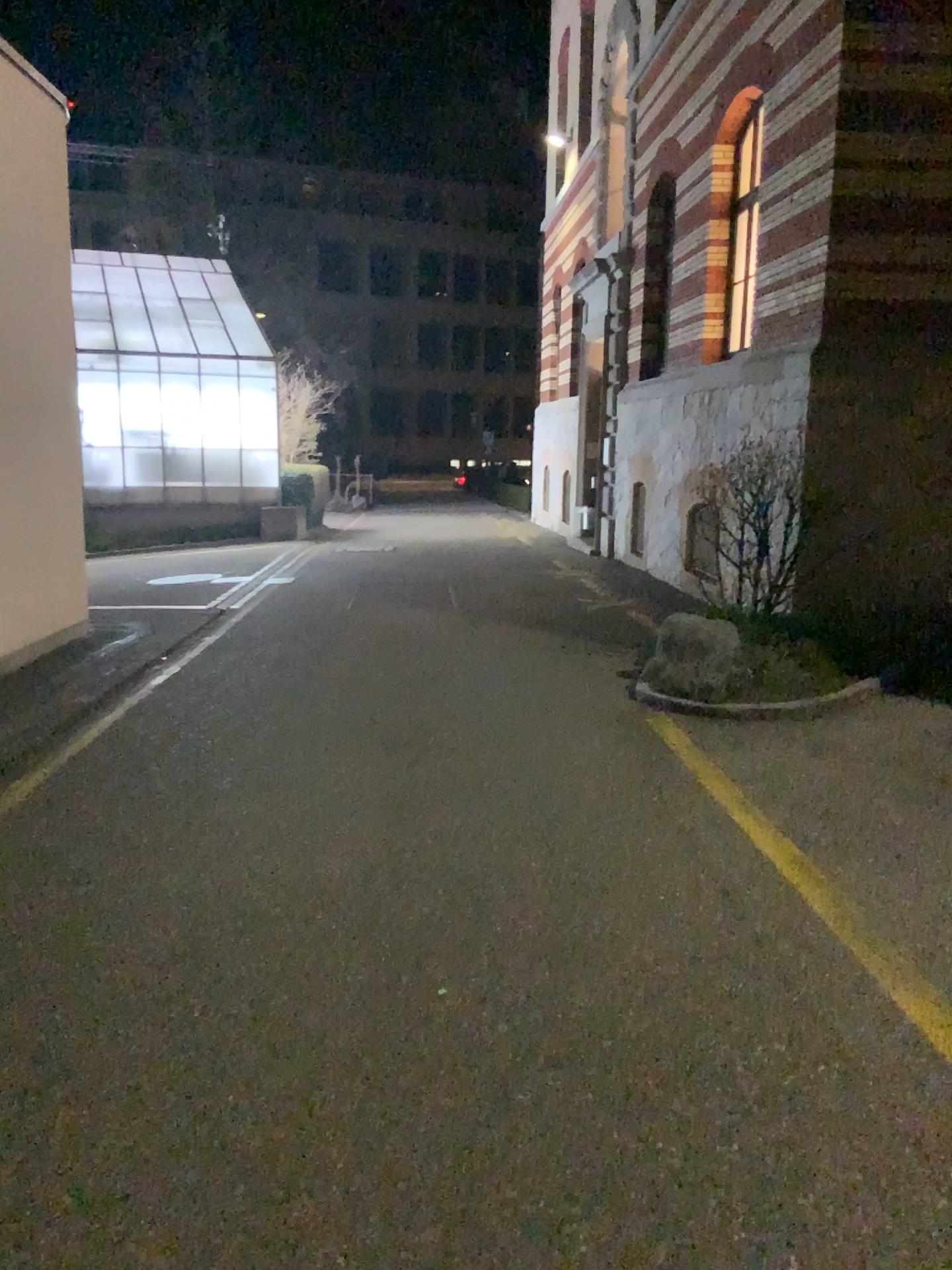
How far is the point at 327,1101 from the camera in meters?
2.5 m
